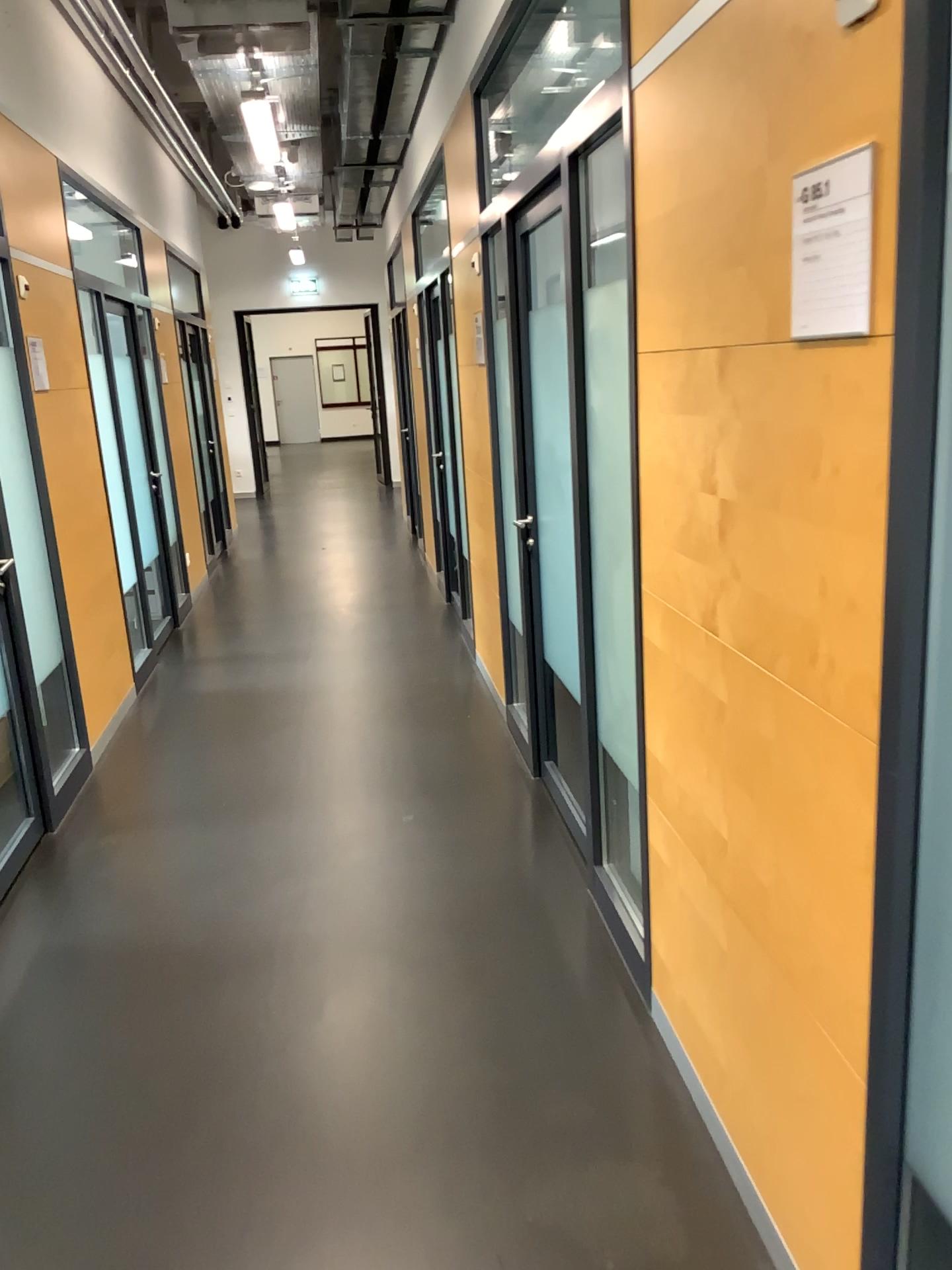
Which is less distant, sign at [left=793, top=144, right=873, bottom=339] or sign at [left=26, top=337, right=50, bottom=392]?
sign at [left=793, top=144, right=873, bottom=339]

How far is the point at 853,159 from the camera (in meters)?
1.24

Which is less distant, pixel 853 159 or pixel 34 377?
pixel 853 159

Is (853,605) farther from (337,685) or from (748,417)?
(337,685)

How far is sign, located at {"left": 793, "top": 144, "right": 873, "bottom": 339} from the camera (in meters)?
1.24
